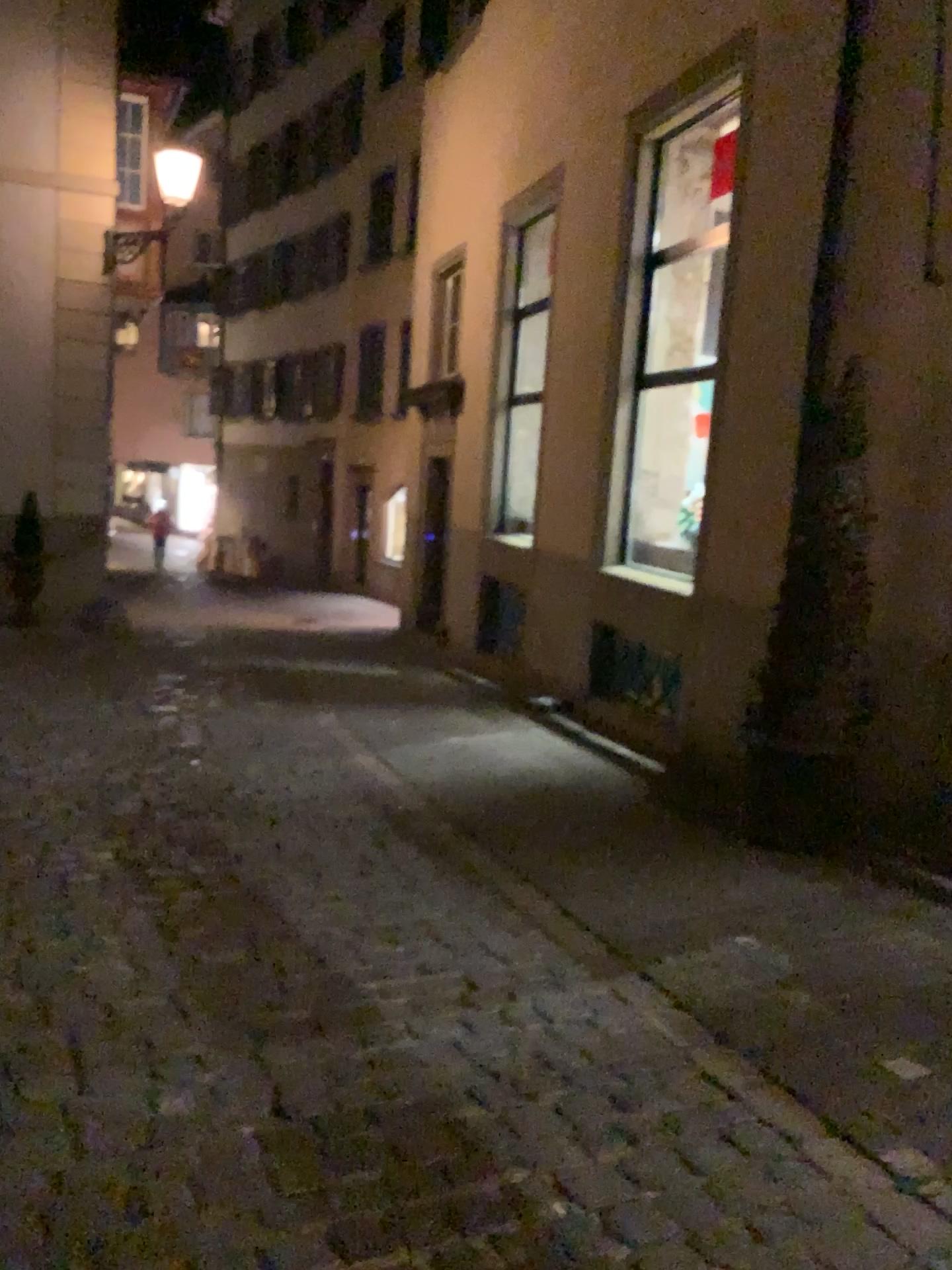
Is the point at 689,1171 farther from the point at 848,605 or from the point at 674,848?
the point at 848,605
